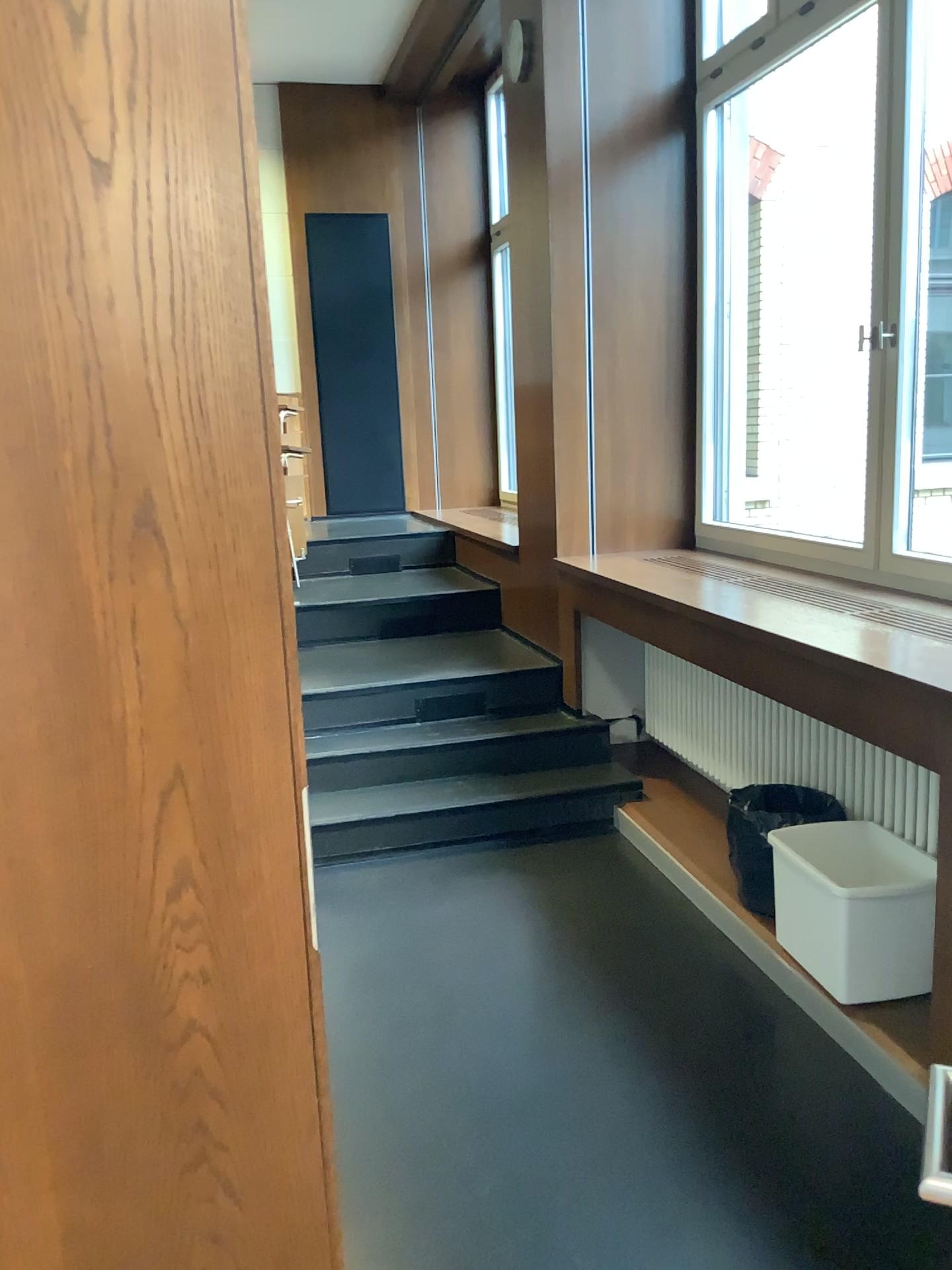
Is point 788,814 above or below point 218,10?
below

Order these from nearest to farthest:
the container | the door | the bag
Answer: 1. the door
2. the container
3. the bag

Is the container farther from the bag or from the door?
the door

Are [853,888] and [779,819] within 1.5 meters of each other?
yes

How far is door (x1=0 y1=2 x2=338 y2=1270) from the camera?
1.11m

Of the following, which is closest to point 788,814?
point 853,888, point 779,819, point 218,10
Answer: point 779,819

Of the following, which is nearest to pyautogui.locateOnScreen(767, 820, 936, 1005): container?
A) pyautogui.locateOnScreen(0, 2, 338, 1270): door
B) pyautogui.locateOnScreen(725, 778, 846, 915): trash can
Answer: pyautogui.locateOnScreen(725, 778, 846, 915): trash can

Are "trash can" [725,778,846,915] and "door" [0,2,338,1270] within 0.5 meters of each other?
no

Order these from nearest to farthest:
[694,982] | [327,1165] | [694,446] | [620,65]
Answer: [327,1165] < [694,982] < [620,65] < [694,446]

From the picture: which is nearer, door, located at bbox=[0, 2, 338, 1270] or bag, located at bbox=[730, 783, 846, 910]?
door, located at bbox=[0, 2, 338, 1270]
